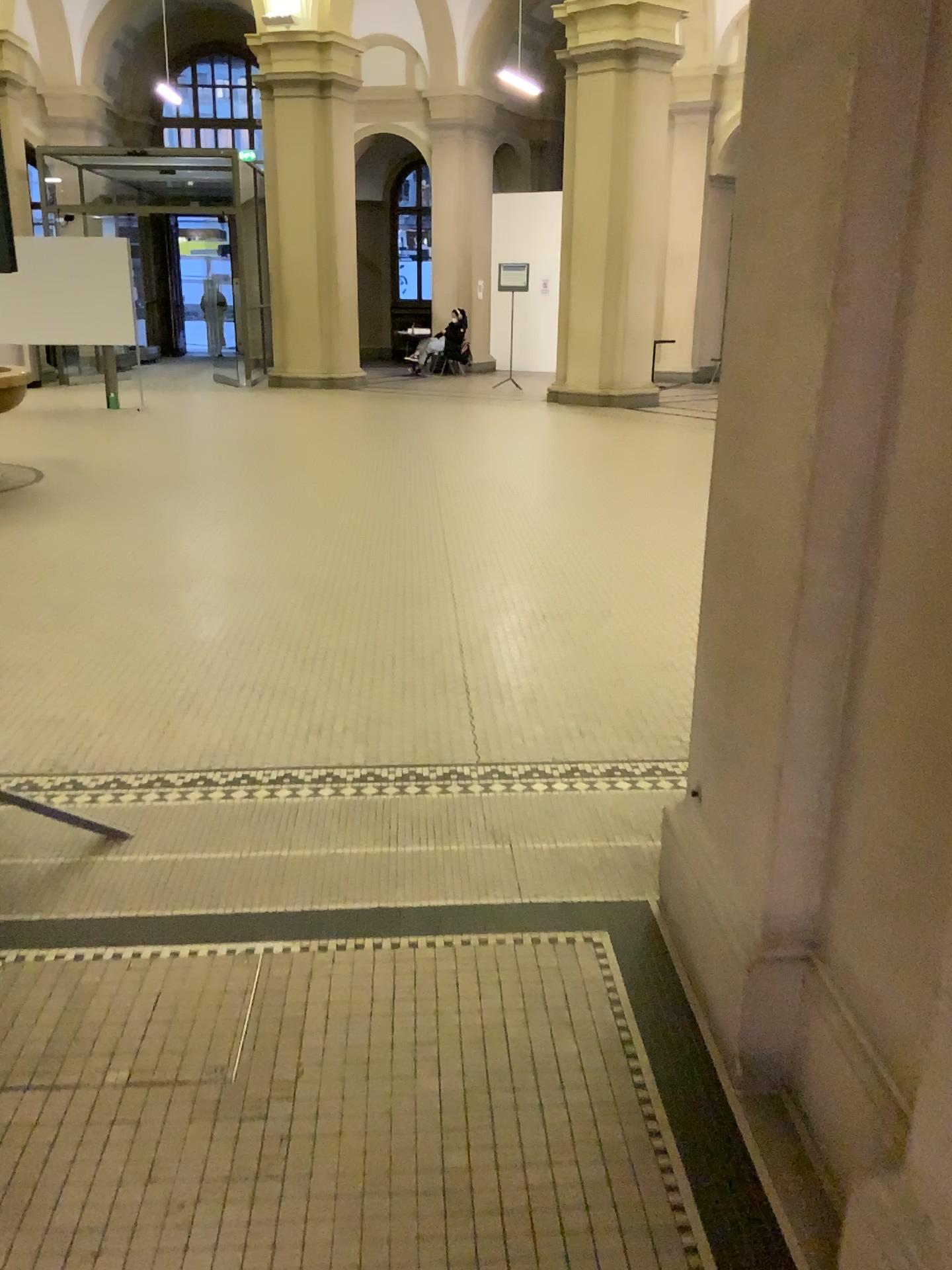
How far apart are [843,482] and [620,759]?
1.74m
